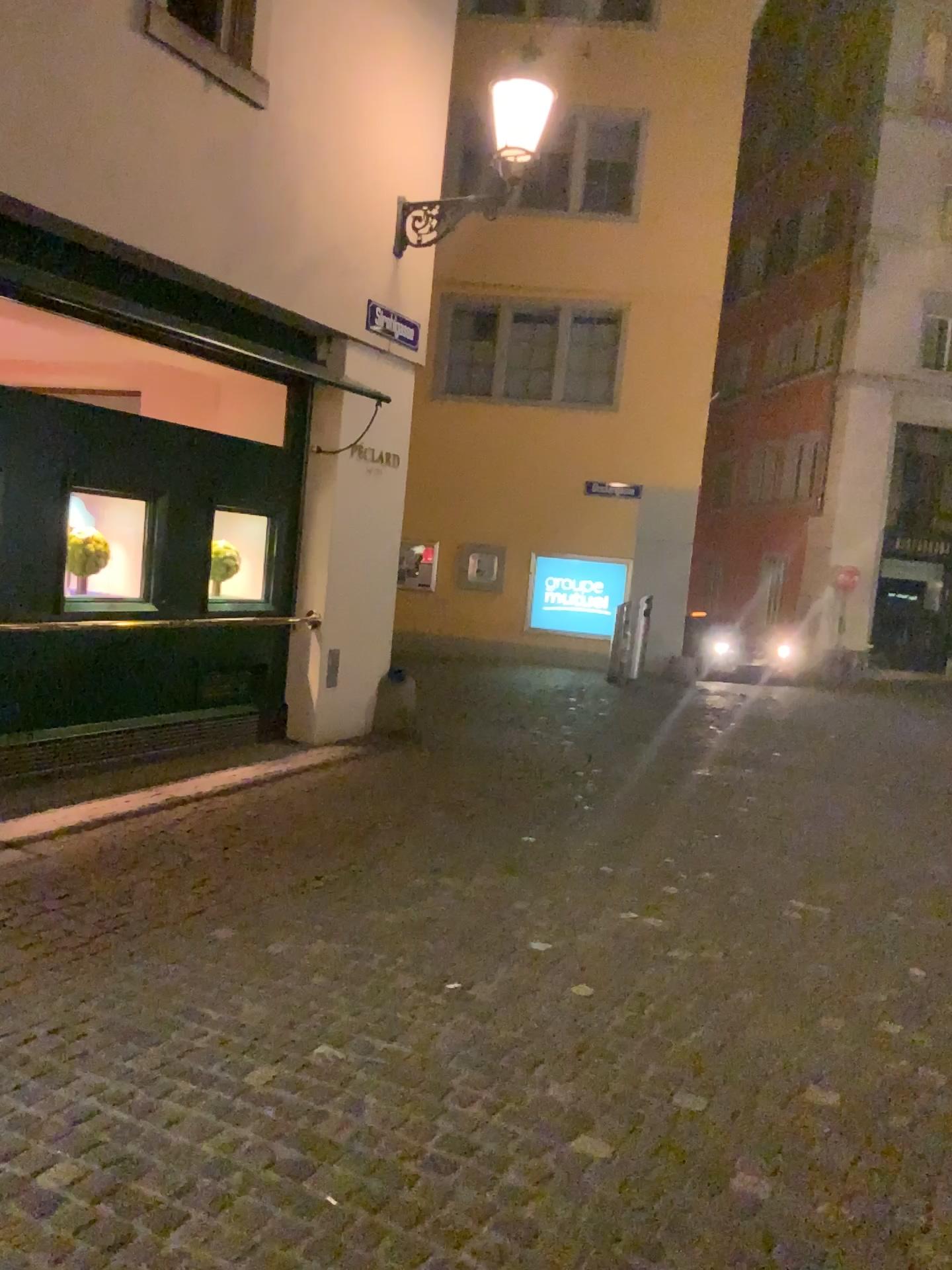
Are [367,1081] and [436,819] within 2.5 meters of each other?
no
